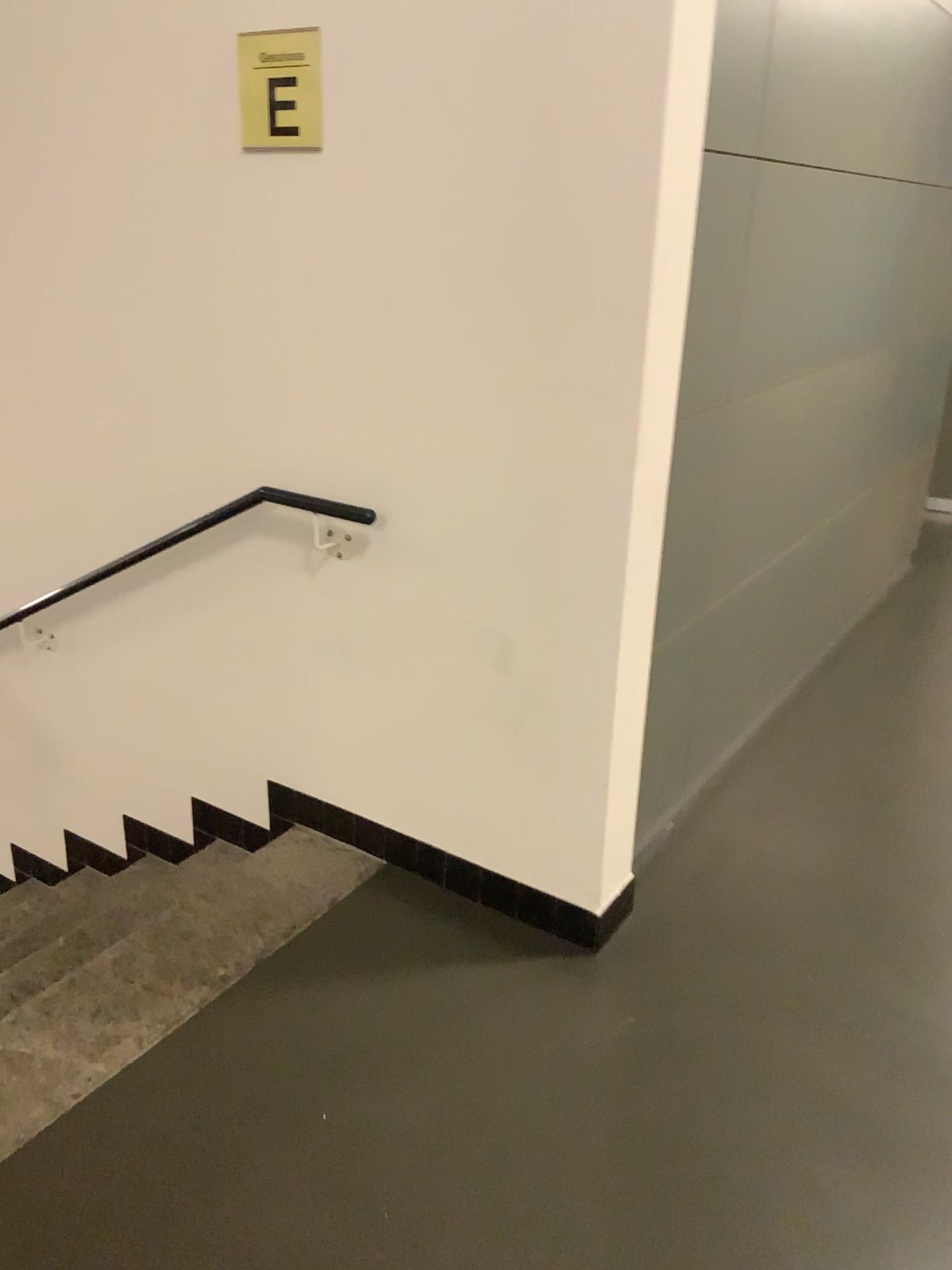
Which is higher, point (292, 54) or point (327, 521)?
point (292, 54)

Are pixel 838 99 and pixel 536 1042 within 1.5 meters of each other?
no

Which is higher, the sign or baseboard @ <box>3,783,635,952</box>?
the sign

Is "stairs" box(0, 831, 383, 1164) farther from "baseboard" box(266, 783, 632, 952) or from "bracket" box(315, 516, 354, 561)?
"bracket" box(315, 516, 354, 561)

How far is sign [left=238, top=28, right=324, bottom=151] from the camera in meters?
2.1

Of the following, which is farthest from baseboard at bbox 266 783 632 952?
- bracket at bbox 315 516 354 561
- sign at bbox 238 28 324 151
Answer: sign at bbox 238 28 324 151

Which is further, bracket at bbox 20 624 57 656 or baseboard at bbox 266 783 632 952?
bracket at bbox 20 624 57 656

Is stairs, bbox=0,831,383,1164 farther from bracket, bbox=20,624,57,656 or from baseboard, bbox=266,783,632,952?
bracket, bbox=20,624,57,656

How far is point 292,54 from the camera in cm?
206

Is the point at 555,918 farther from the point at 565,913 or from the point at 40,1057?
the point at 40,1057
